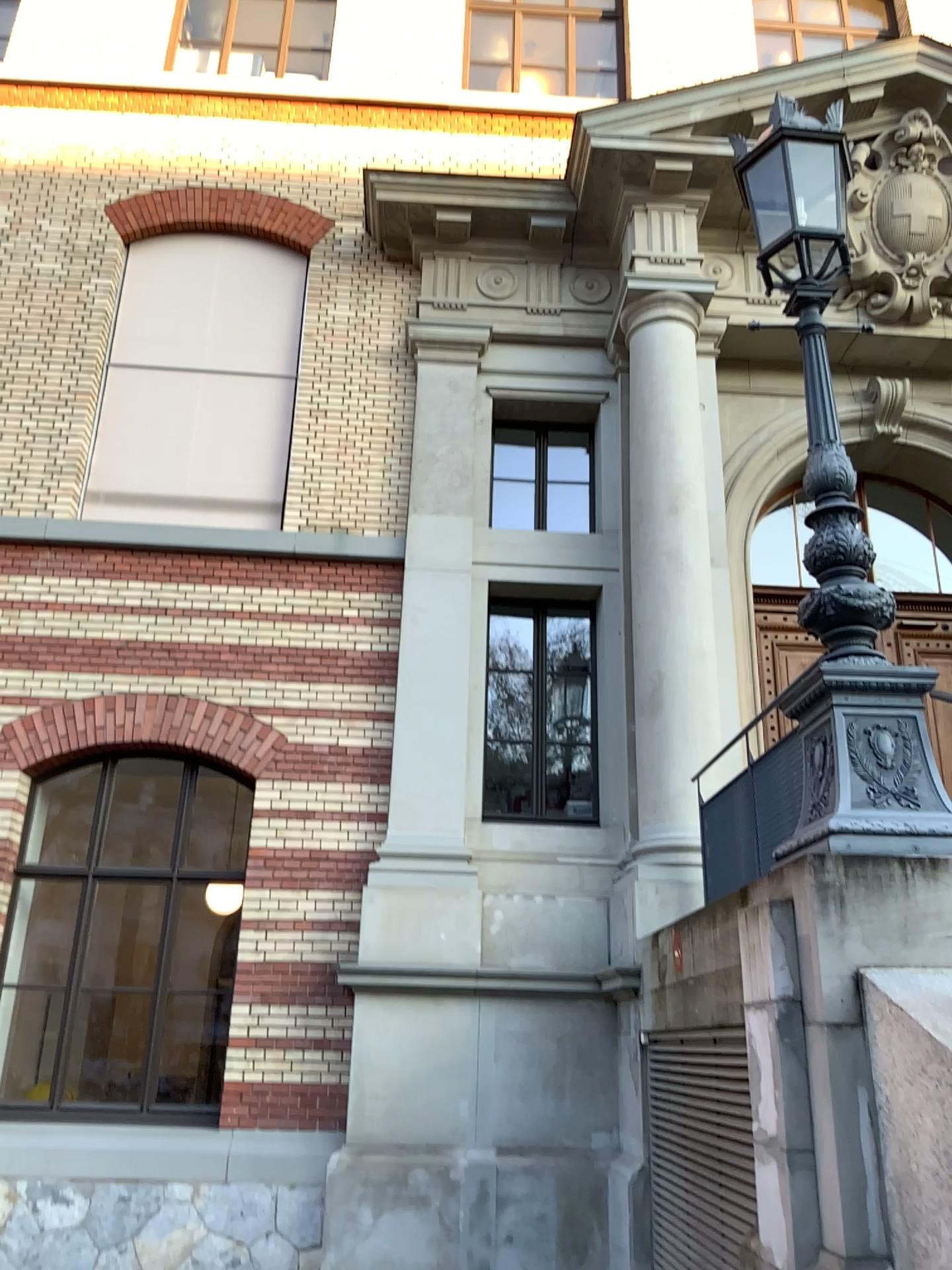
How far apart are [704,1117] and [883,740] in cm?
195
